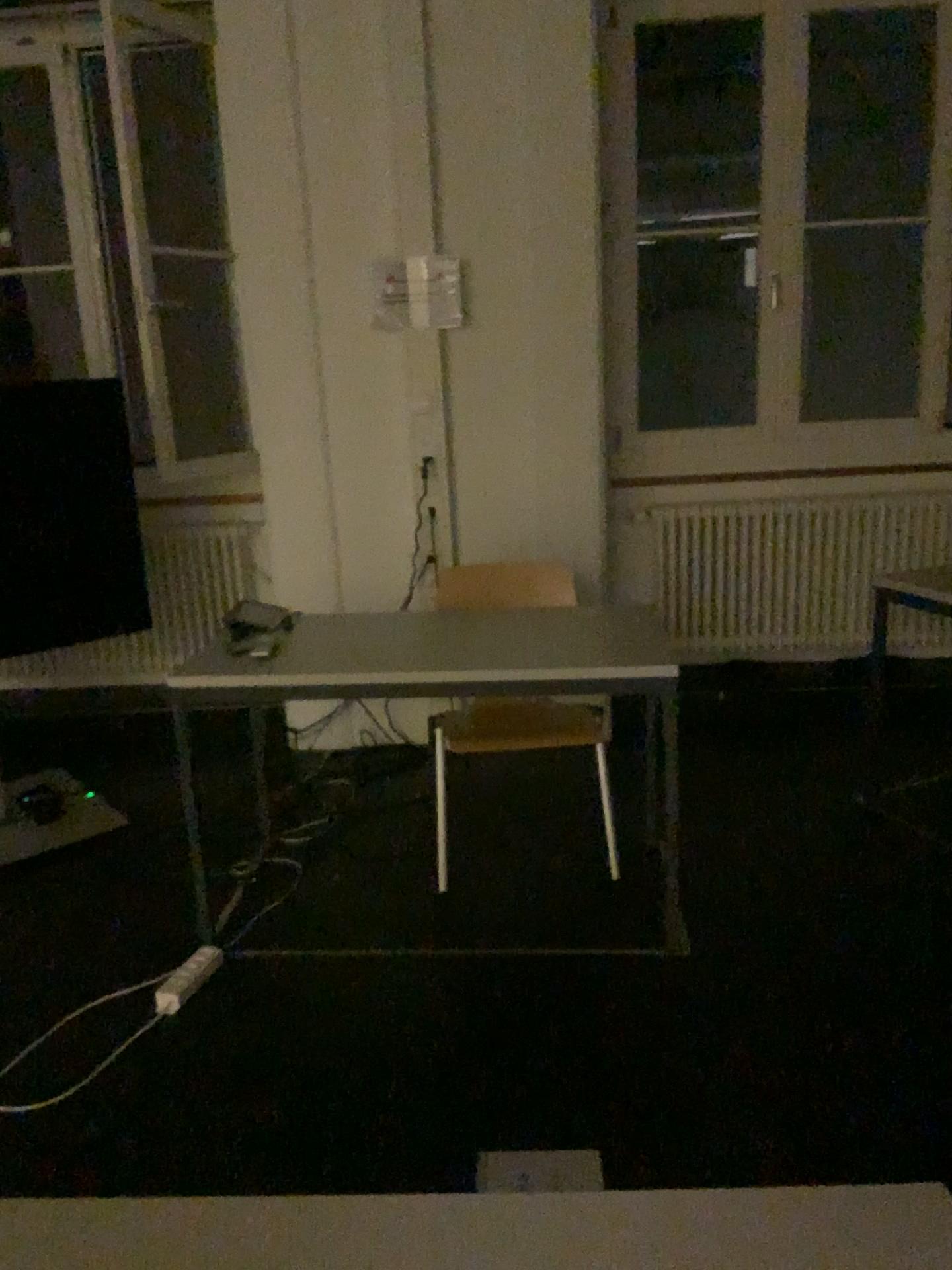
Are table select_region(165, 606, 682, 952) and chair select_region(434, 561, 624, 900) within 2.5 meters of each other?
yes

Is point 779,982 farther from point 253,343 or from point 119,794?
point 253,343

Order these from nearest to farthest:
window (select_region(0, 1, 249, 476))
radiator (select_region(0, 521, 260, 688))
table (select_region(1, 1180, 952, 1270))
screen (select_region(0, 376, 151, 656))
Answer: table (select_region(1, 1180, 952, 1270))
screen (select_region(0, 376, 151, 656))
window (select_region(0, 1, 249, 476))
radiator (select_region(0, 521, 260, 688))

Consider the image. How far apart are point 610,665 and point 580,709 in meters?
0.4

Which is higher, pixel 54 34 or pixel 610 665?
pixel 54 34

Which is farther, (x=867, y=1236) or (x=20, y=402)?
(x=20, y=402)

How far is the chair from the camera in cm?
285

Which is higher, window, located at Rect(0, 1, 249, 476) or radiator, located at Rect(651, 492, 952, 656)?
window, located at Rect(0, 1, 249, 476)

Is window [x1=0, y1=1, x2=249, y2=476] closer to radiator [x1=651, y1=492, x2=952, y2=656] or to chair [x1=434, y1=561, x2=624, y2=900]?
chair [x1=434, y1=561, x2=624, y2=900]

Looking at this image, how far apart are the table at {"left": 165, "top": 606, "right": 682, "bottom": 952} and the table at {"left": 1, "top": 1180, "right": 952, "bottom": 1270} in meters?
1.6 m
